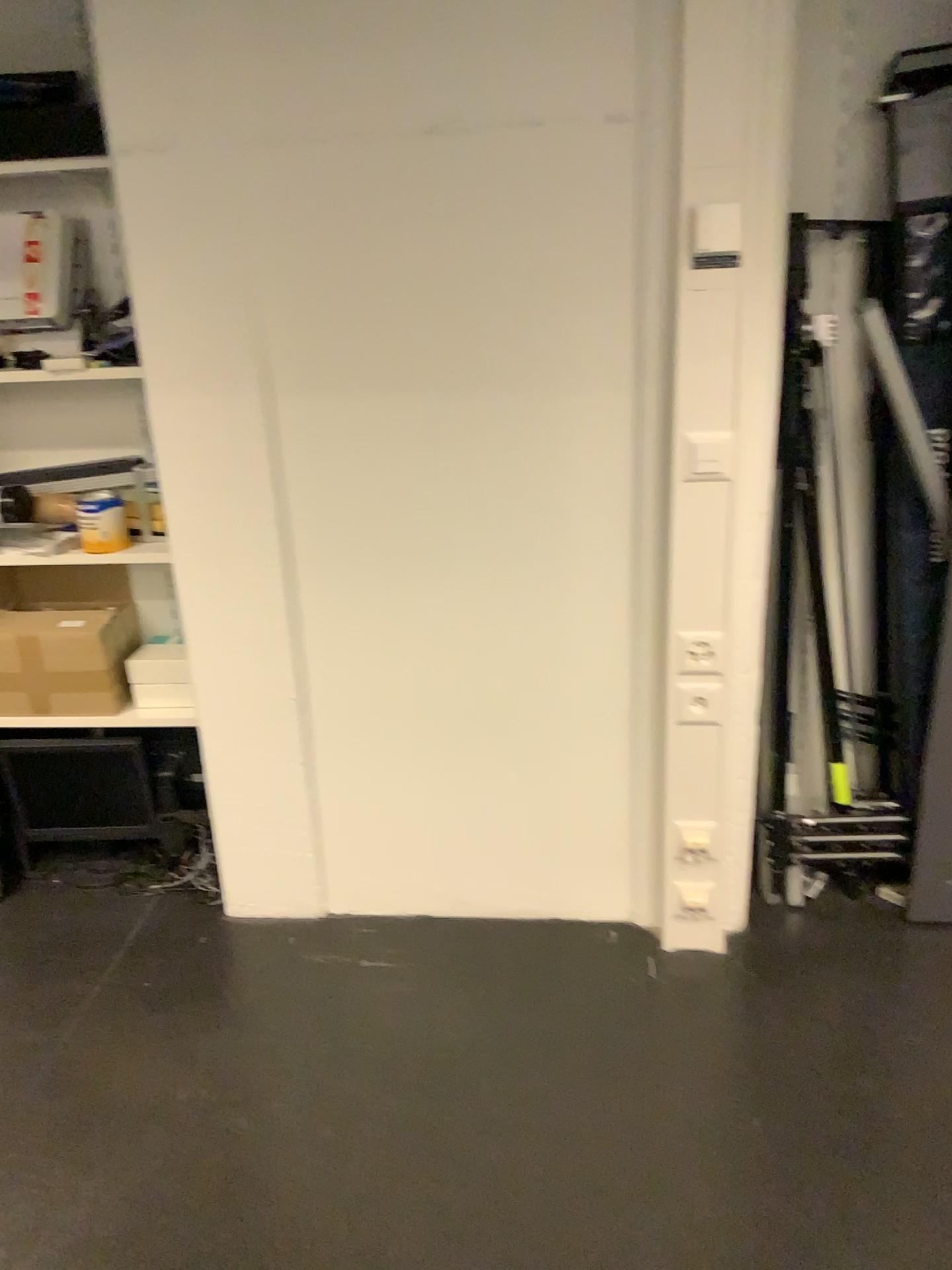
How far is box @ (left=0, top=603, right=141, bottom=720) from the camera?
2.4m

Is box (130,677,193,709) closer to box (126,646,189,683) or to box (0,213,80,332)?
box (126,646,189,683)

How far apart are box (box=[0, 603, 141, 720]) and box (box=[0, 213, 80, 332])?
0.7m

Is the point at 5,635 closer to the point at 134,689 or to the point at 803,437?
the point at 134,689

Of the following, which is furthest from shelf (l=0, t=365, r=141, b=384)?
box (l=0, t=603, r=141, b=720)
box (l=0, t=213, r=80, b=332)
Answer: box (l=0, t=603, r=141, b=720)

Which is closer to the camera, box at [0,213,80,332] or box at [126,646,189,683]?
box at [0,213,80,332]

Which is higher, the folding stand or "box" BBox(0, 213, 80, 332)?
"box" BBox(0, 213, 80, 332)

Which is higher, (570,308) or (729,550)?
(570,308)

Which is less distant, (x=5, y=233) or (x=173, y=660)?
(x=5, y=233)

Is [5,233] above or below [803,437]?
above
